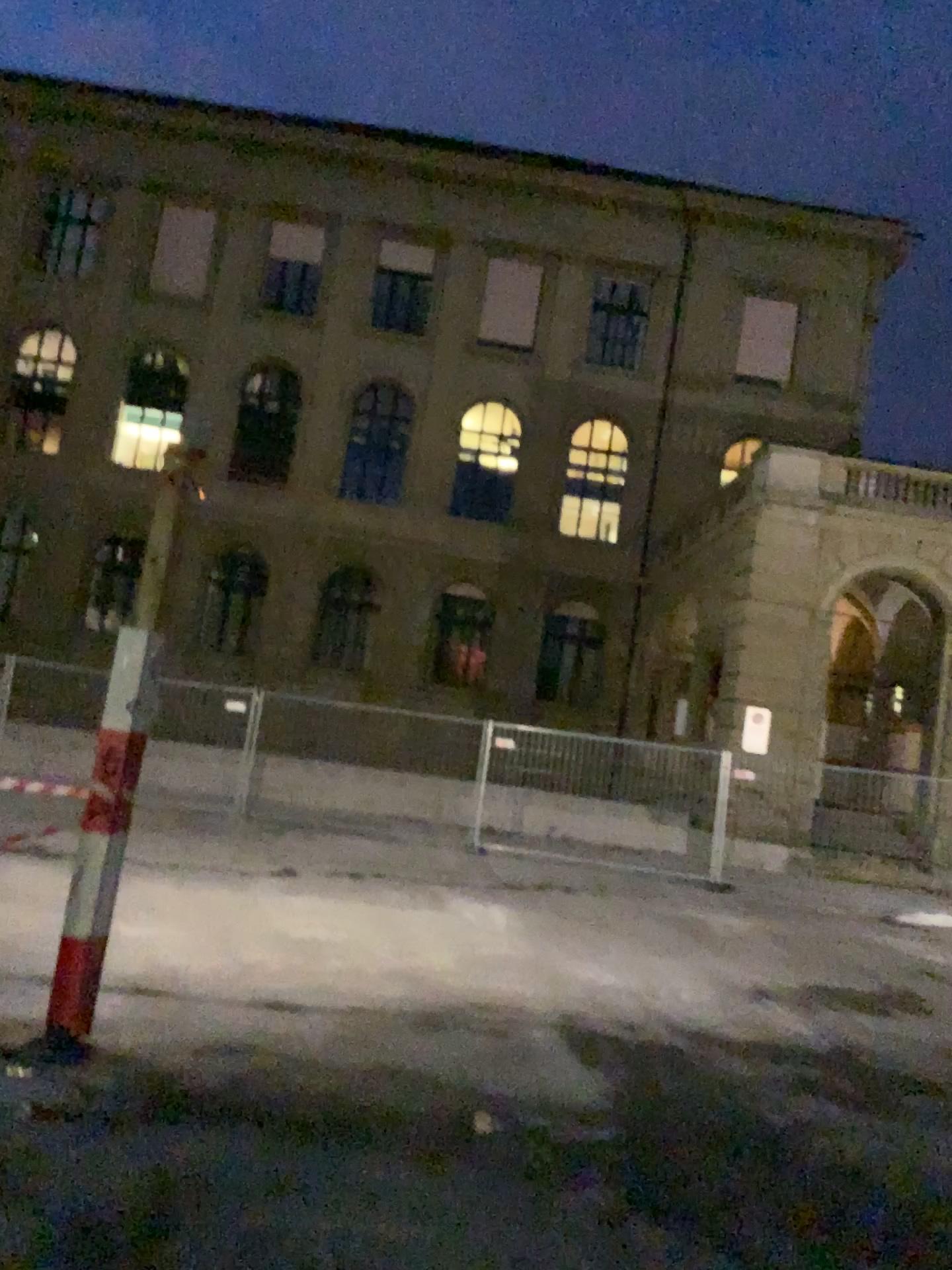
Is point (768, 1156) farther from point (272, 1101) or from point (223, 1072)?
point (223, 1072)
